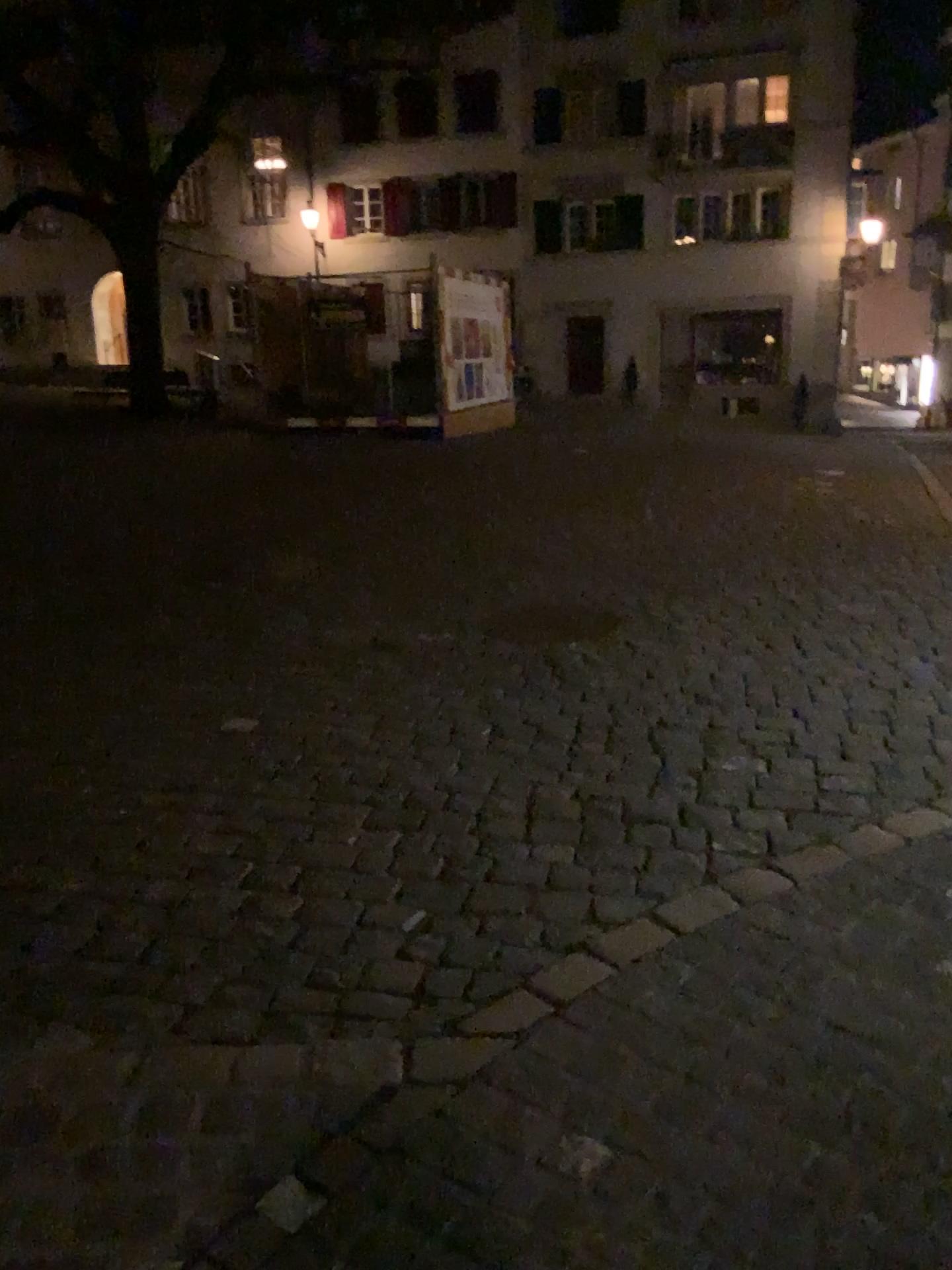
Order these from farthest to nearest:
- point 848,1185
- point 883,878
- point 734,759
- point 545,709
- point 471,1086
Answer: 1. point 545,709
2. point 734,759
3. point 883,878
4. point 471,1086
5. point 848,1185
